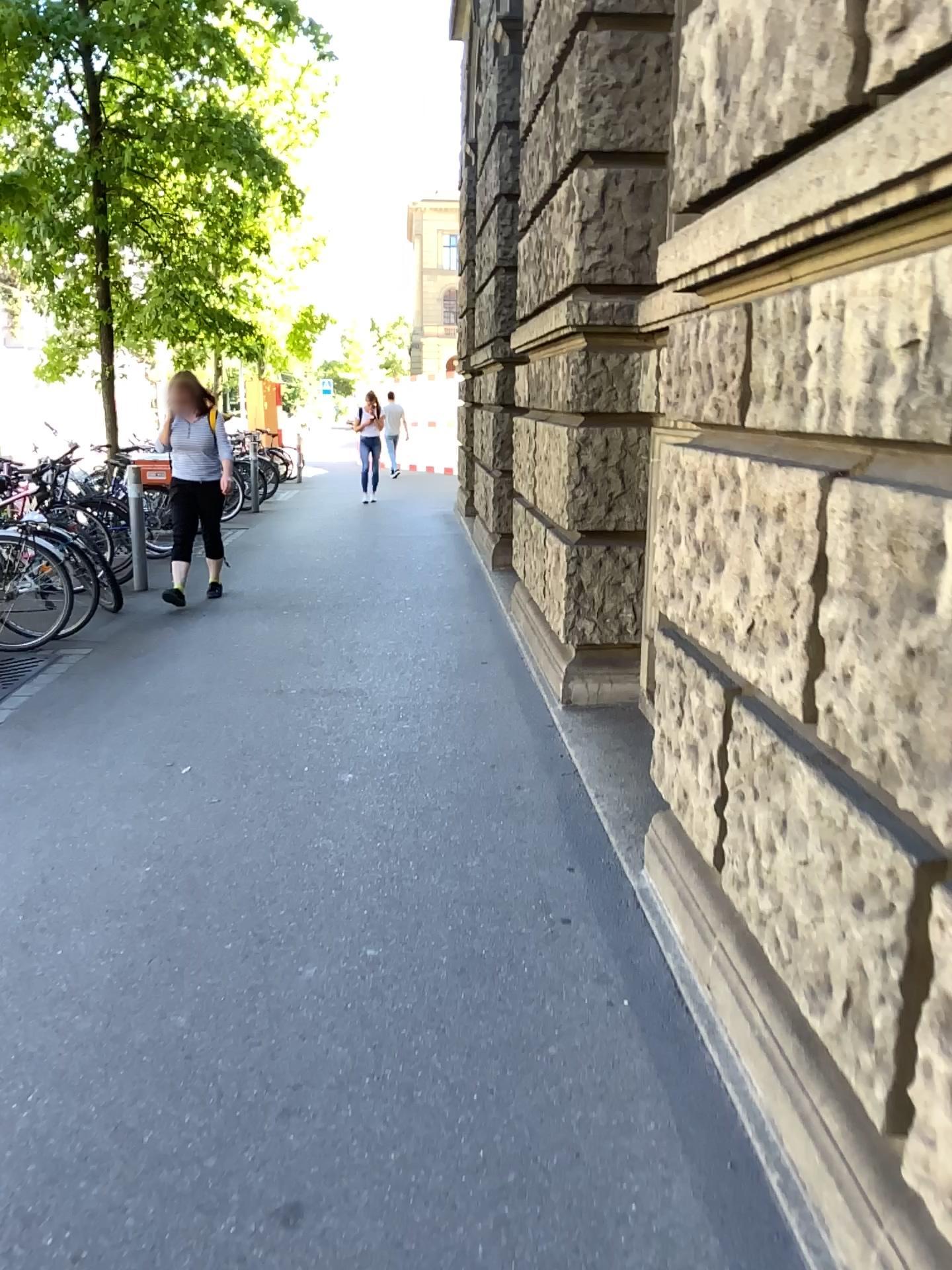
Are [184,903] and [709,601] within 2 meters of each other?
yes
